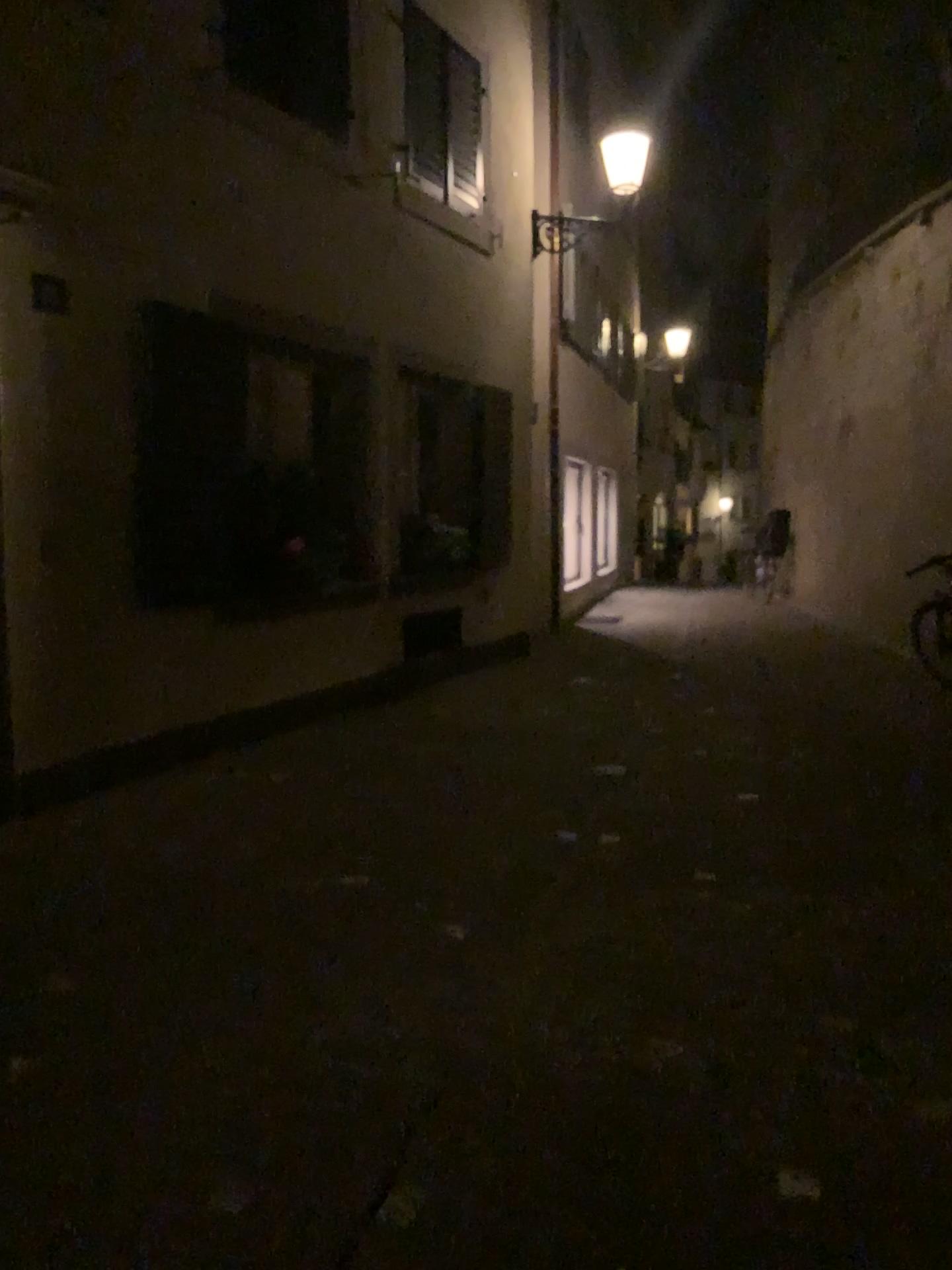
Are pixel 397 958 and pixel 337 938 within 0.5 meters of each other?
yes
